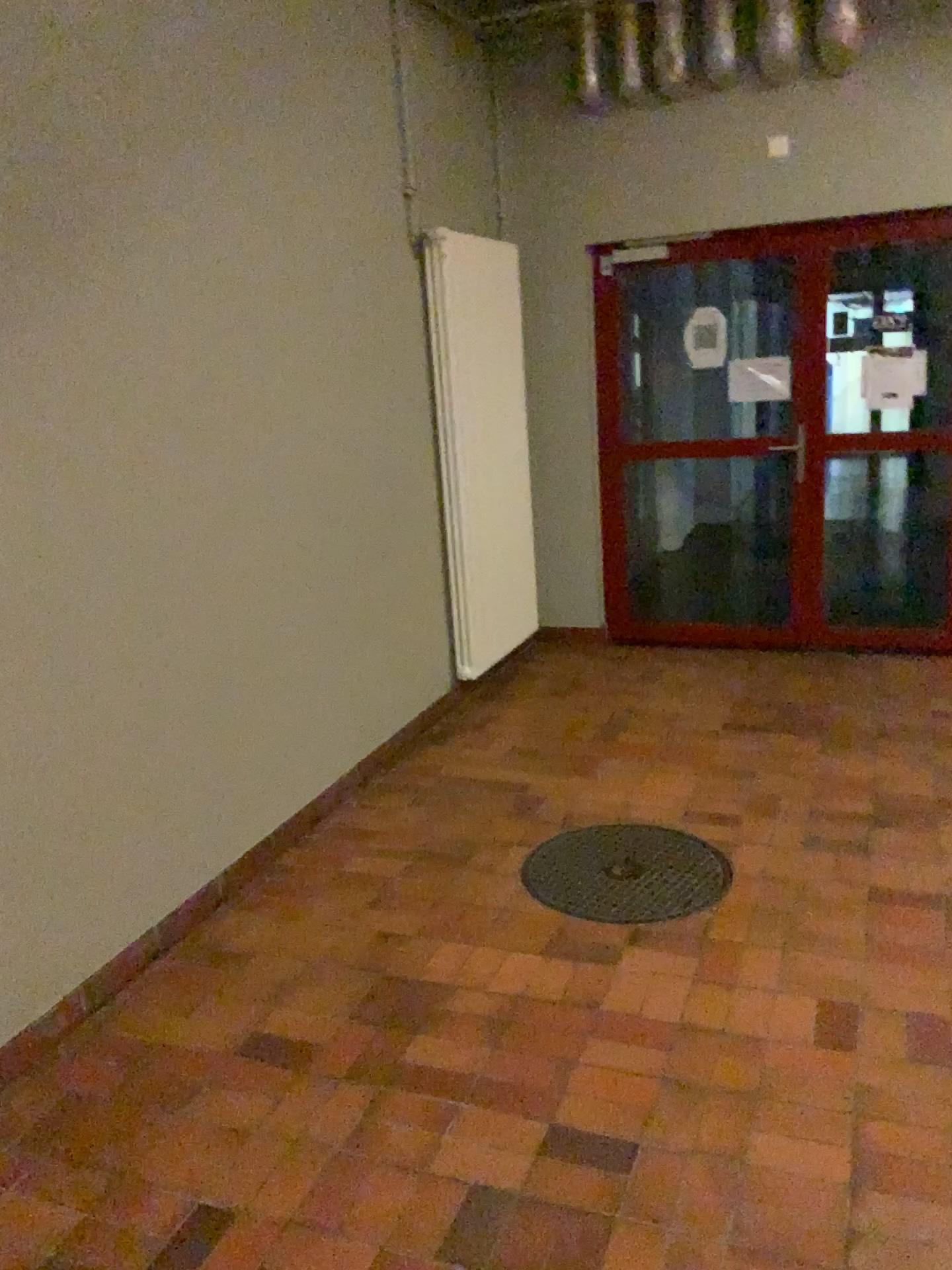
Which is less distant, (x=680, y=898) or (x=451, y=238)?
(x=680, y=898)

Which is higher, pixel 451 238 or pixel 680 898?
pixel 451 238

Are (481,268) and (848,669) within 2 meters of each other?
no

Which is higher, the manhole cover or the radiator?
the radiator

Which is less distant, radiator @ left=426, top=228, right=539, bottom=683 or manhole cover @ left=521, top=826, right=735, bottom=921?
manhole cover @ left=521, top=826, right=735, bottom=921
